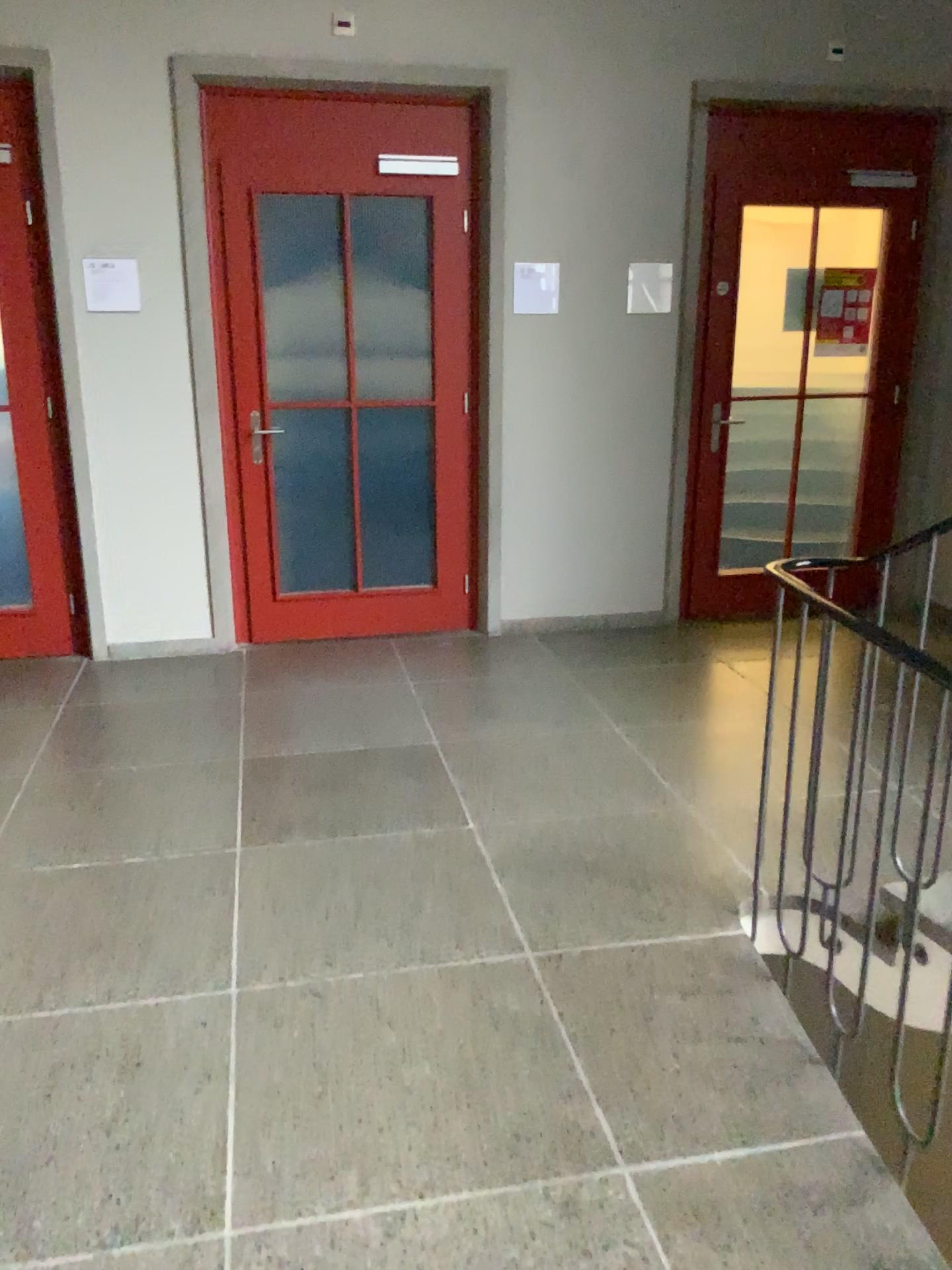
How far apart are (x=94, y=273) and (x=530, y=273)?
1.9 meters

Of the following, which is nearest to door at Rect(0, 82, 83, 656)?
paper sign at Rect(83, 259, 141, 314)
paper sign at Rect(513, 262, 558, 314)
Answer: paper sign at Rect(83, 259, 141, 314)

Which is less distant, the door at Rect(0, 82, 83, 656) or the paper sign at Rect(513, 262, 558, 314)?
the door at Rect(0, 82, 83, 656)

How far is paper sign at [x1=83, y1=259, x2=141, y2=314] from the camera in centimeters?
433cm

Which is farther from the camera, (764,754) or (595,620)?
(595,620)

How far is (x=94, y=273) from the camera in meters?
4.3

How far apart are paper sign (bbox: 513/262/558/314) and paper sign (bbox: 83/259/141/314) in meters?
1.7 m

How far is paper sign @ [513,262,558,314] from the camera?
4.72m

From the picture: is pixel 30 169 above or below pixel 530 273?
above

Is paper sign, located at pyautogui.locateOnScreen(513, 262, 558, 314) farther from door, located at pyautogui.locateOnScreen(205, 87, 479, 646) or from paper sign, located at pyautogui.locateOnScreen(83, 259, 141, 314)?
paper sign, located at pyautogui.locateOnScreen(83, 259, 141, 314)
